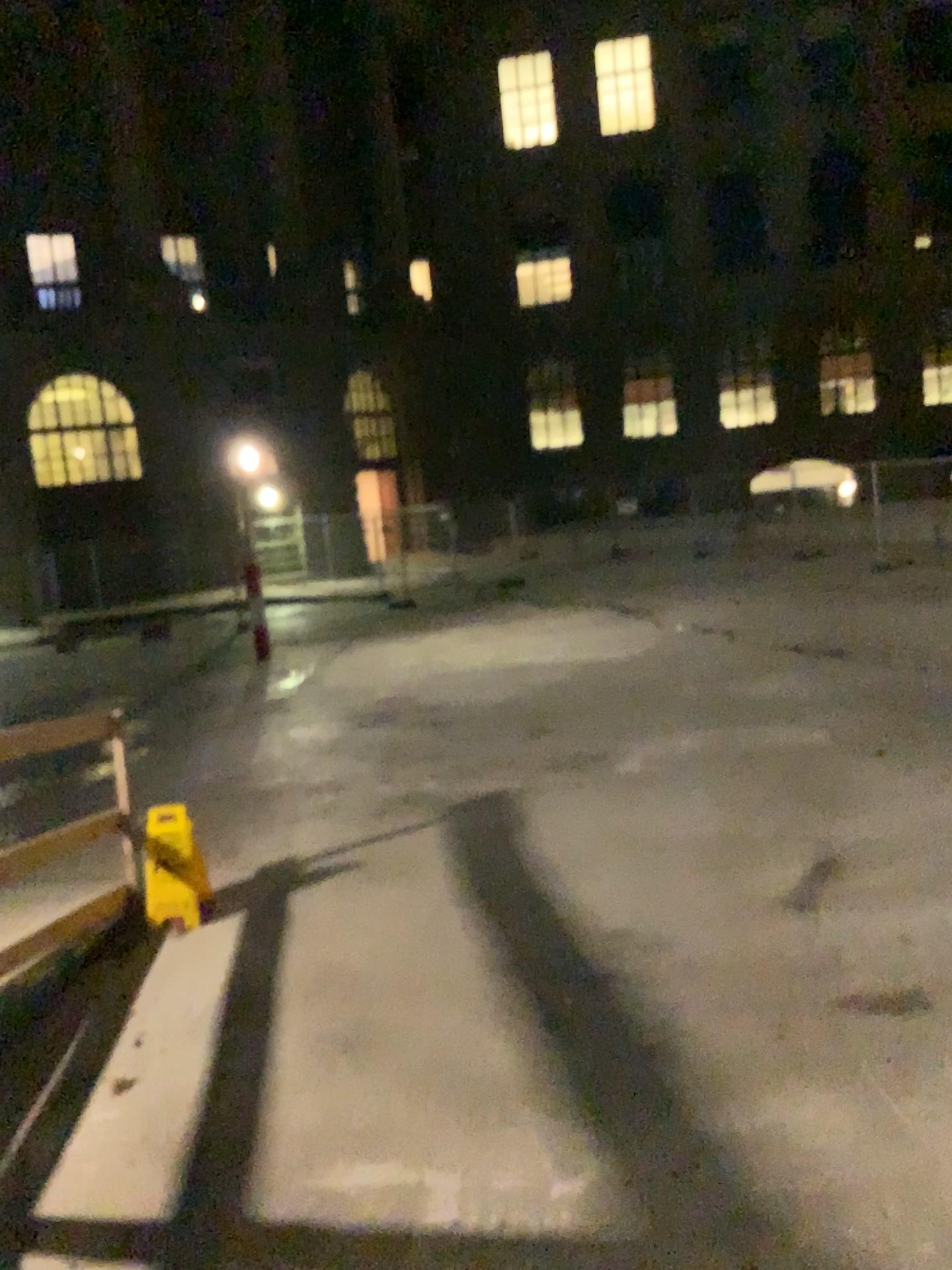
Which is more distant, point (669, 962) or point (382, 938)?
point (382, 938)
